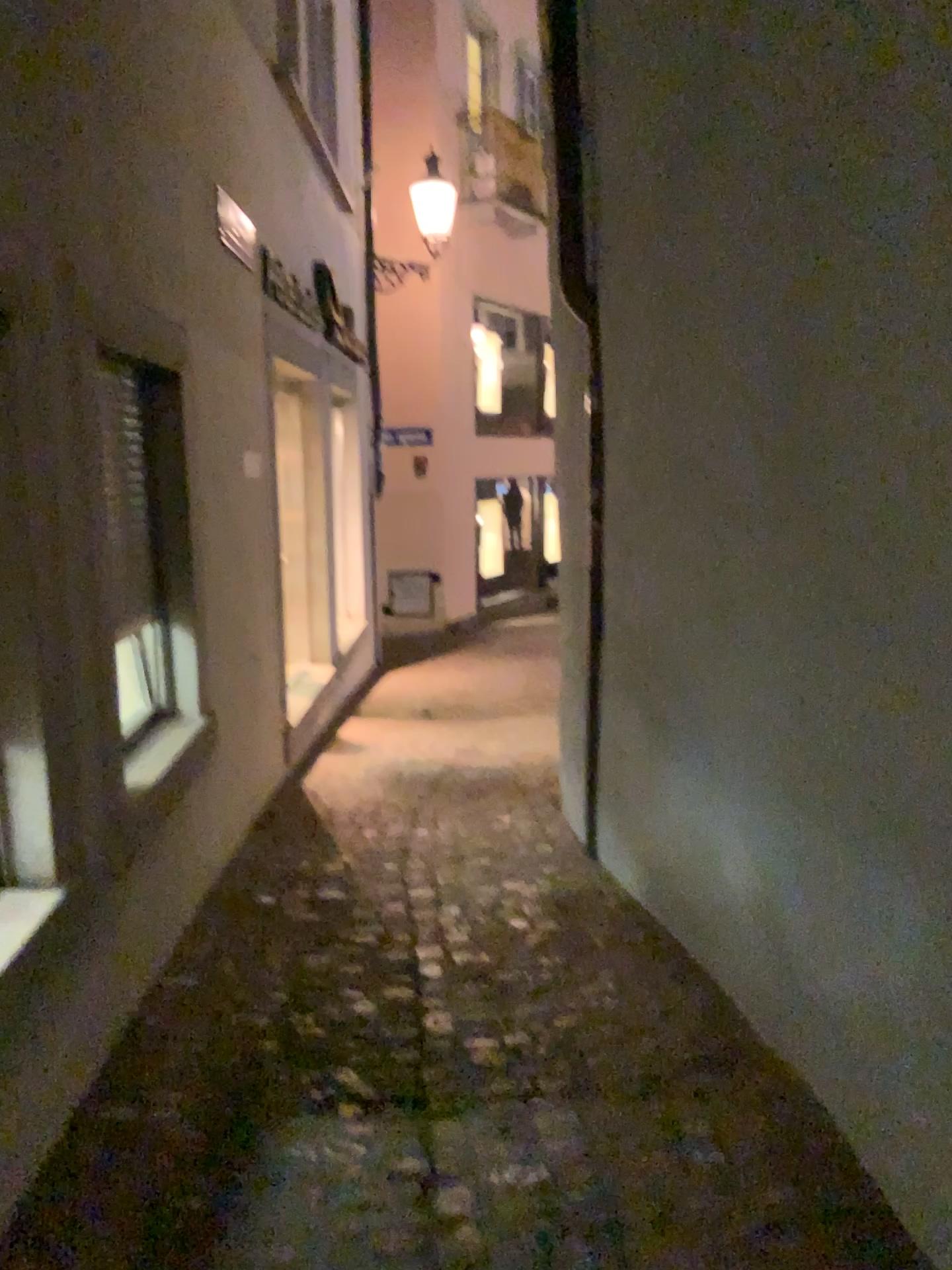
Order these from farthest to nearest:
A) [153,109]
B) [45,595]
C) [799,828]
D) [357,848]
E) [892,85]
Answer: [357,848] → [153,109] → [799,828] → [45,595] → [892,85]

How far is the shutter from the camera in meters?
2.9 m

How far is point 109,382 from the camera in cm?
293
